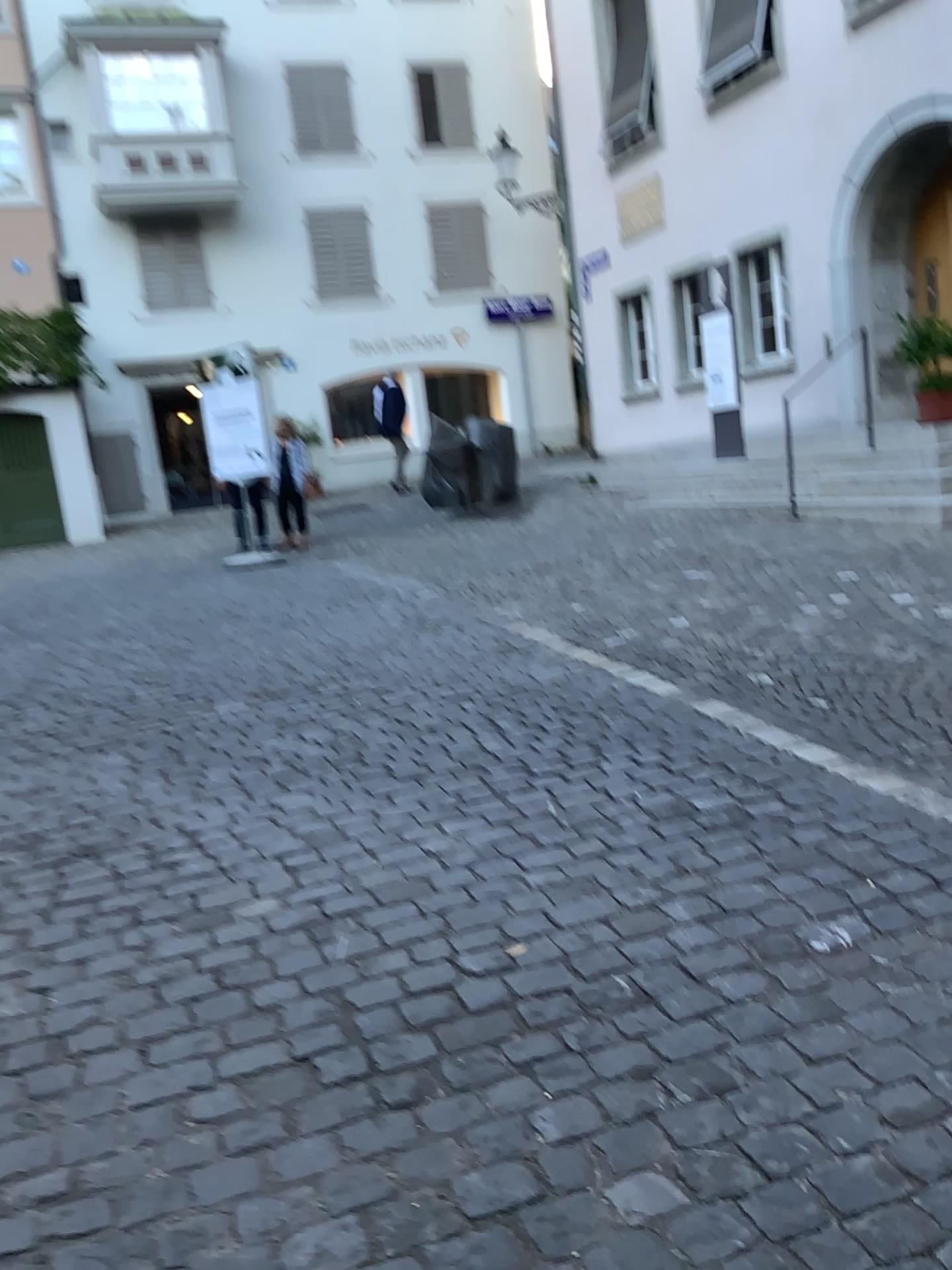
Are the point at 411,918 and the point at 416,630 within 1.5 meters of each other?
no
